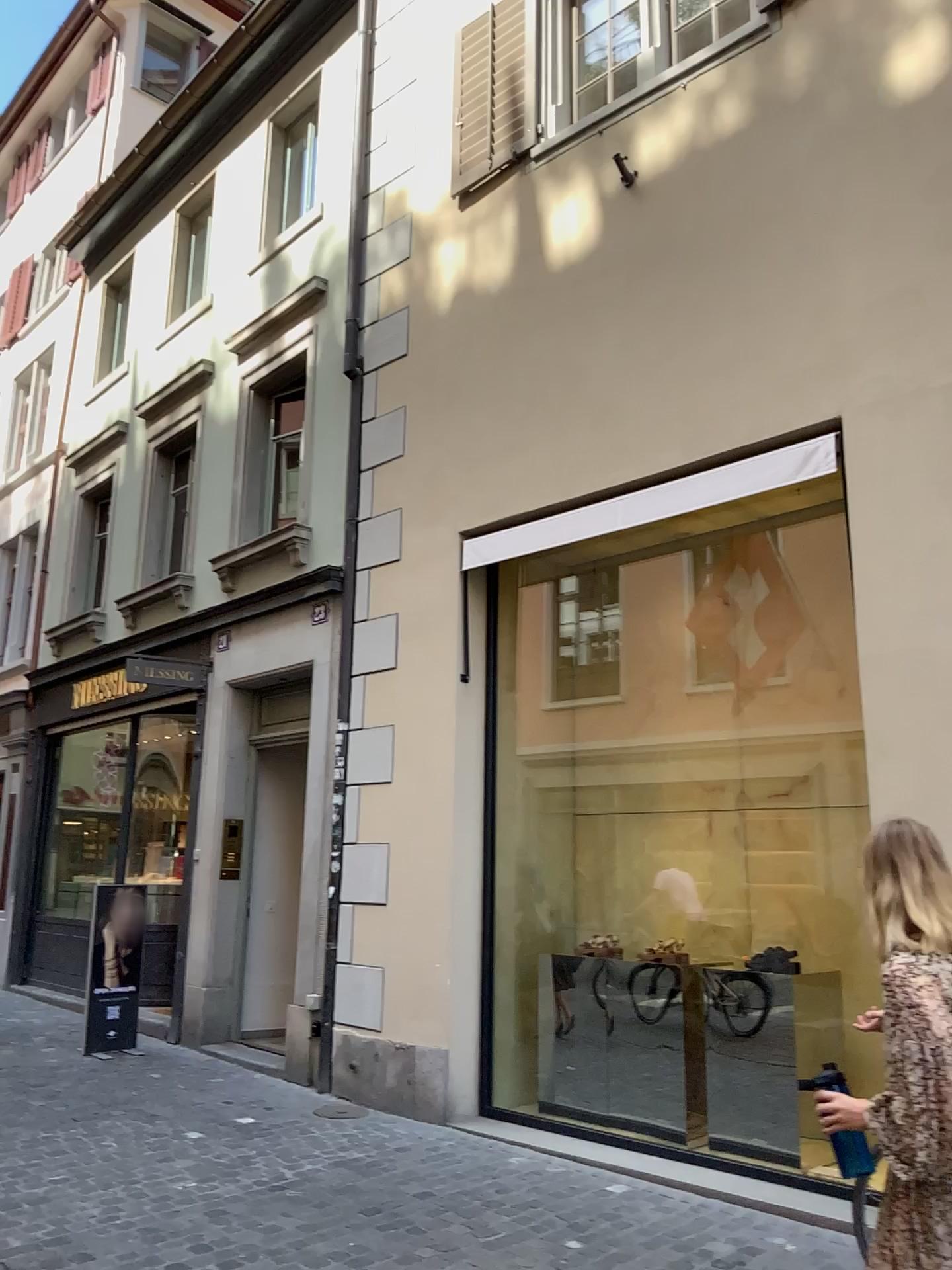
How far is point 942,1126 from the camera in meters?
2.1 m

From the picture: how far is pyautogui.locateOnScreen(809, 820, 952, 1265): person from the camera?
2.13m

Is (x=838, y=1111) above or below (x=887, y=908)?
below
